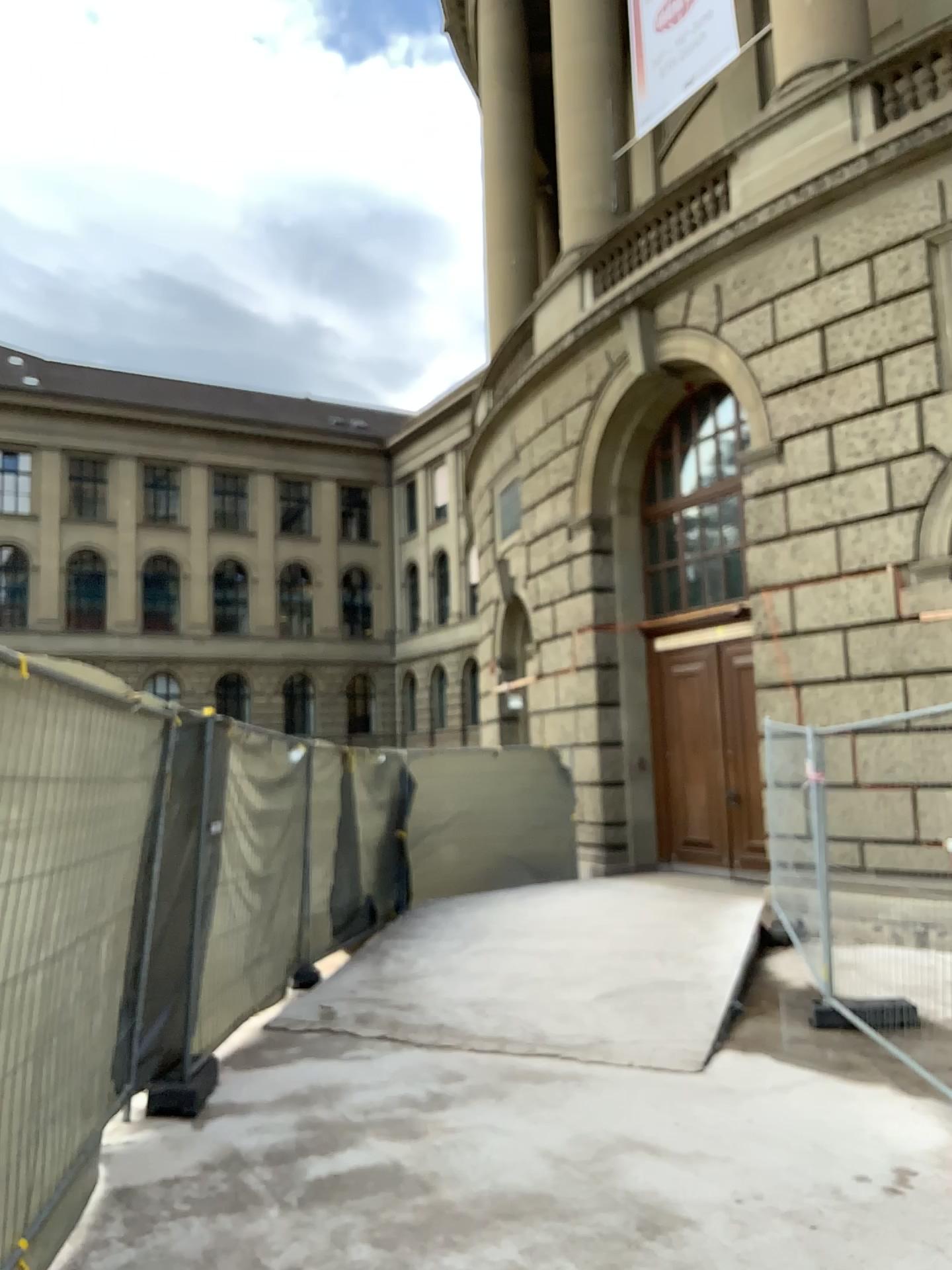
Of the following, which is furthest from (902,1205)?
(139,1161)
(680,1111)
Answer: (139,1161)
